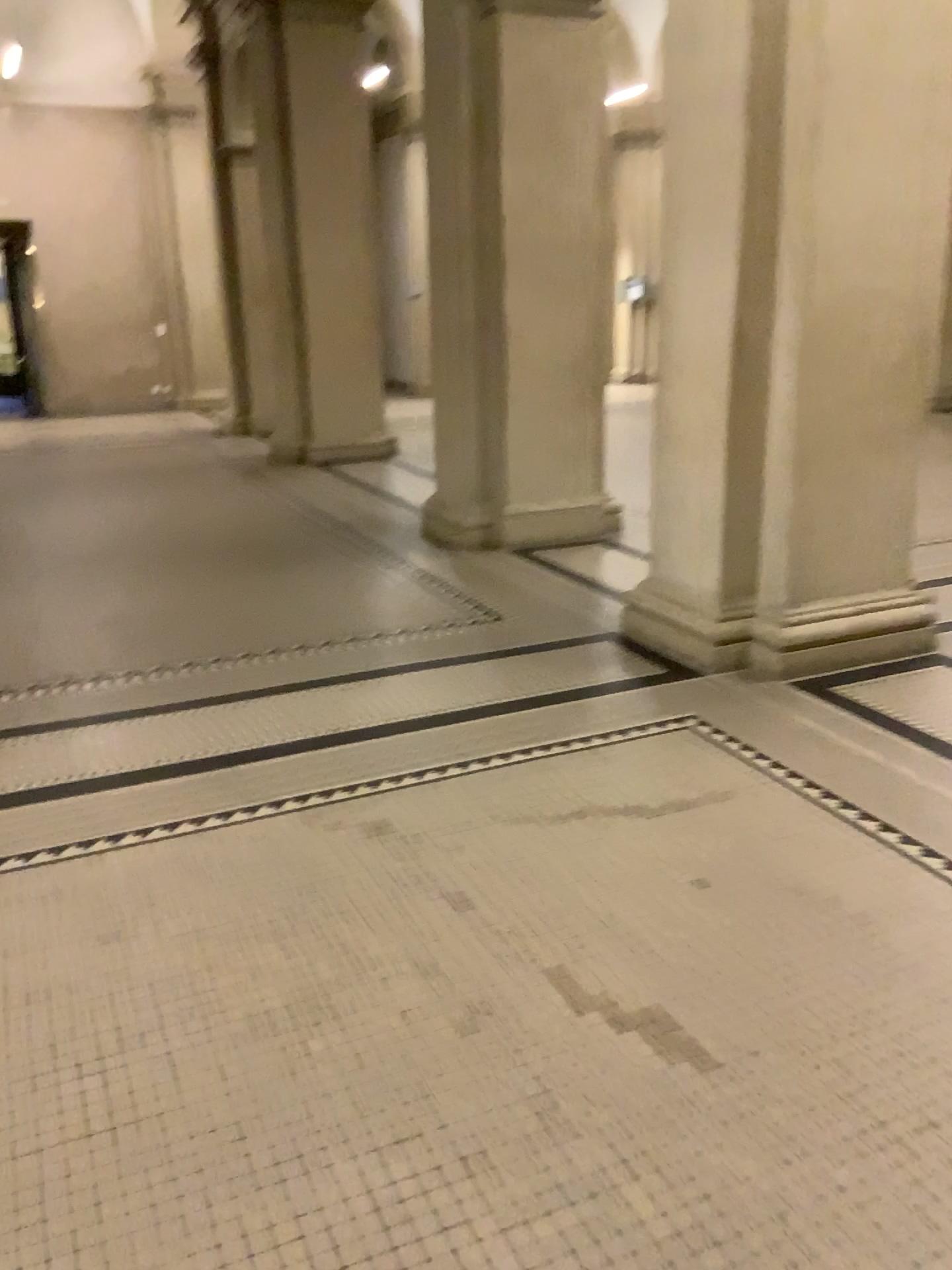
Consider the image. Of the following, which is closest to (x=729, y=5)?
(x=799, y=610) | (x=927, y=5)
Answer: (x=927, y=5)

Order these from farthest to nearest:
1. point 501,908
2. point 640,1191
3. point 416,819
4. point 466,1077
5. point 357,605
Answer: point 357,605 → point 416,819 → point 501,908 → point 466,1077 → point 640,1191

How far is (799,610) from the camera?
4.28m

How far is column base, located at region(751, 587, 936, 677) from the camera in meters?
4.3

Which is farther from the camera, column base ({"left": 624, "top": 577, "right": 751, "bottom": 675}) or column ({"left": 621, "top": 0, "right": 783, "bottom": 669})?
column base ({"left": 624, "top": 577, "right": 751, "bottom": 675})

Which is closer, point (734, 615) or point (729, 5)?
point (729, 5)

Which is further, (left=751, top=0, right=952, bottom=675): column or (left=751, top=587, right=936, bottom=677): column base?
(left=751, top=587, right=936, bottom=677): column base

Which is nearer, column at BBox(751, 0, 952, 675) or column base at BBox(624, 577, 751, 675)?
column at BBox(751, 0, 952, 675)
